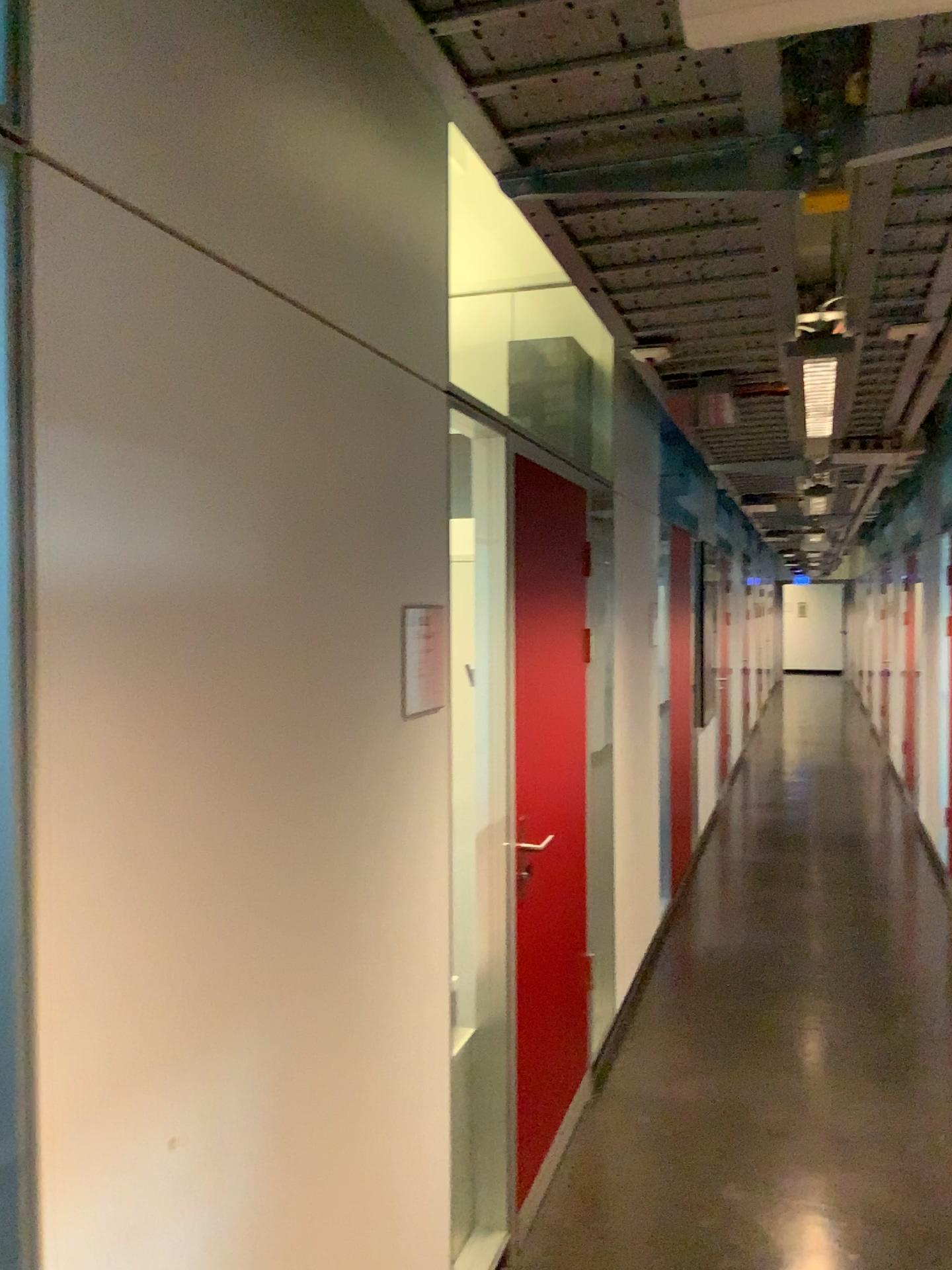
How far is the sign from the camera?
2.13m

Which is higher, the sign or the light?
the light

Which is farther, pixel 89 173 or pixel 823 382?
pixel 823 382

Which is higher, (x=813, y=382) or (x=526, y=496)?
(x=813, y=382)

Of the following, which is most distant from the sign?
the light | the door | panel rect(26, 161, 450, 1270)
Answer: the light

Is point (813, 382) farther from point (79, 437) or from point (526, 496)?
point (79, 437)

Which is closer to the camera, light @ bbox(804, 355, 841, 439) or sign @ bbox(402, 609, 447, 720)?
sign @ bbox(402, 609, 447, 720)

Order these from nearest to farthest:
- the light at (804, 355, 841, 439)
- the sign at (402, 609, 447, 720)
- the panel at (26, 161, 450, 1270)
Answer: the panel at (26, 161, 450, 1270), the sign at (402, 609, 447, 720), the light at (804, 355, 841, 439)

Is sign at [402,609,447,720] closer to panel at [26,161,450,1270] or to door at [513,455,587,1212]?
panel at [26,161,450,1270]

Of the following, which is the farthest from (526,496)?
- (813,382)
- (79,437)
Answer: (79,437)
